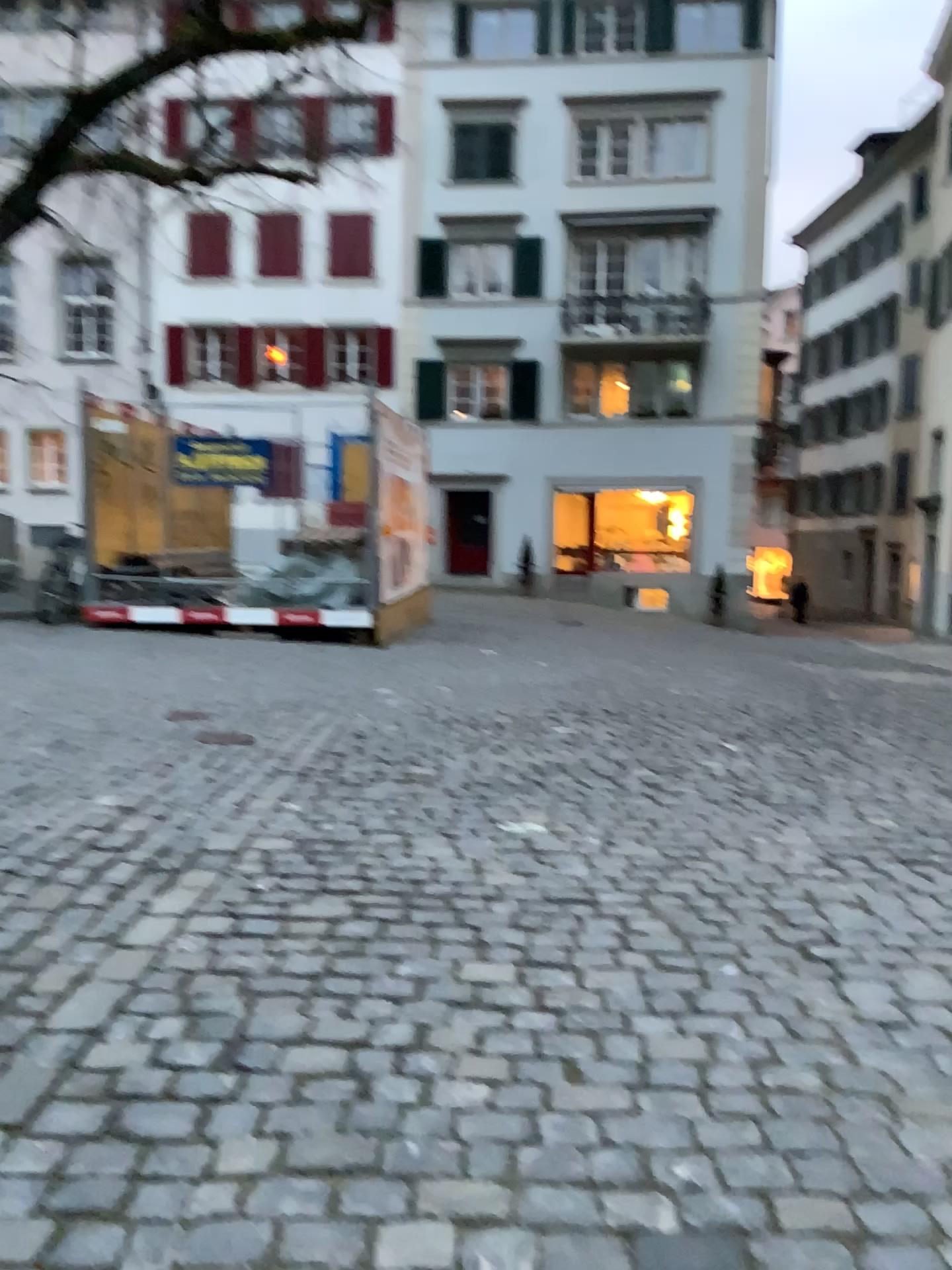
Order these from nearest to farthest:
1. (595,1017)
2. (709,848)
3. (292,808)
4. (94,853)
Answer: (595,1017)
(94,853)
(709,848)
(292,808)
